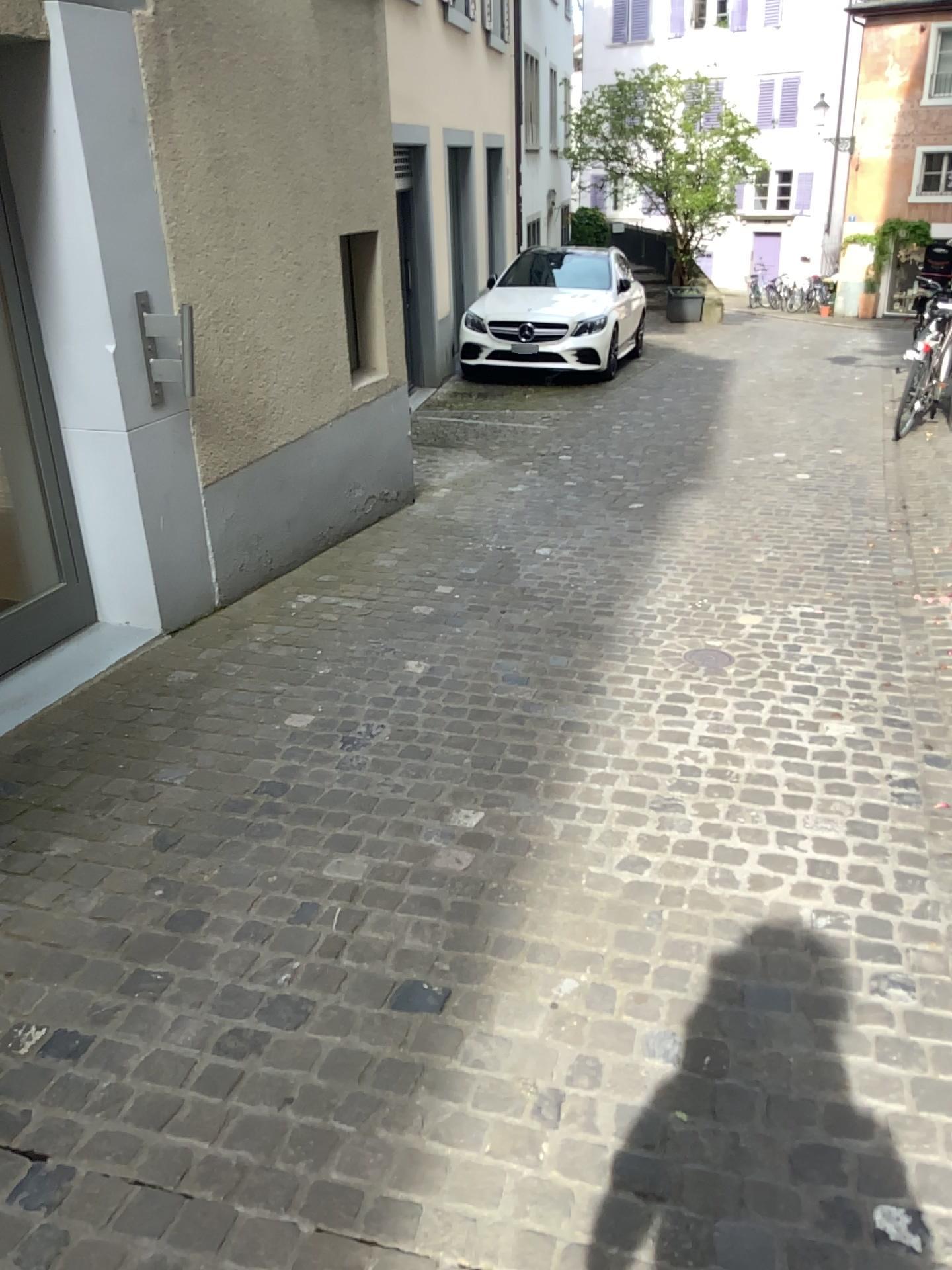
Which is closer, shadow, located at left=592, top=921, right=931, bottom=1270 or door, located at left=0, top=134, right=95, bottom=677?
shadow, located at left=592, top=921, right=931, bottom=1270

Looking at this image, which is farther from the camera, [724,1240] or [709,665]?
[709,665]

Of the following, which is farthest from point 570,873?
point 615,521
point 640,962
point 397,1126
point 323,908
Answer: point 615,521

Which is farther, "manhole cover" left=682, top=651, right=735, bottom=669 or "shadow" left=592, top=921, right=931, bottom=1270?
"manhole cover" left=682, top=651, right=735, bottom=669

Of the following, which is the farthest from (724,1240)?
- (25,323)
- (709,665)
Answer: (25,323)

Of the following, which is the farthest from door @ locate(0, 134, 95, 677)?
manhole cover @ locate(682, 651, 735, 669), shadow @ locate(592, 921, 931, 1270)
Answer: shadow @ locate(592, 921, 931, 1270)

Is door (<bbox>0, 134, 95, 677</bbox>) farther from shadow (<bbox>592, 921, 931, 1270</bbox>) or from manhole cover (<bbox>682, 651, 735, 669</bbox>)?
shadow (<bbox>592, 921, 931, 1270</bbox>)

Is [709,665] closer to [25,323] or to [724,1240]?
[724,1240]
